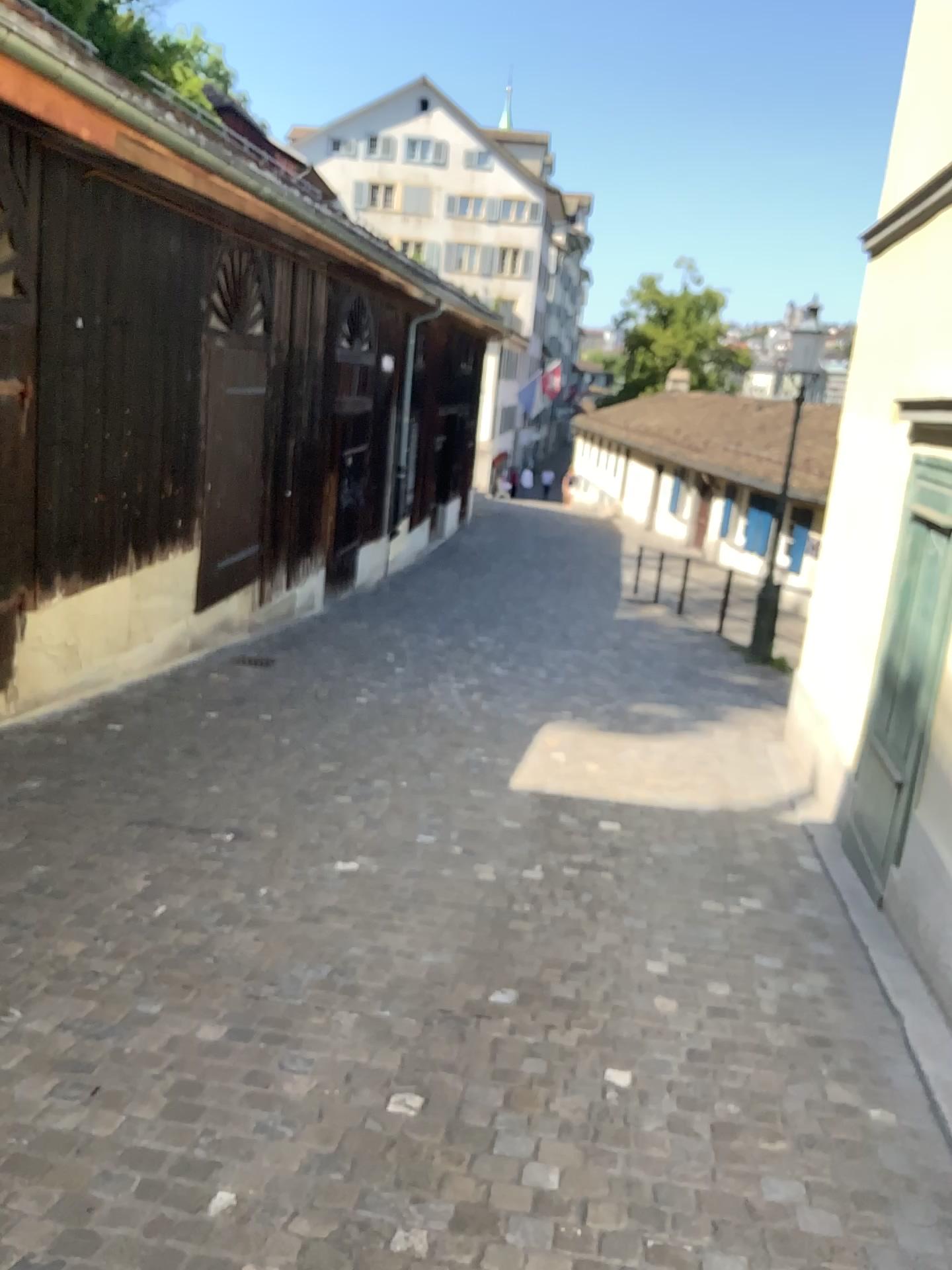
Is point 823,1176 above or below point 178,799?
above
